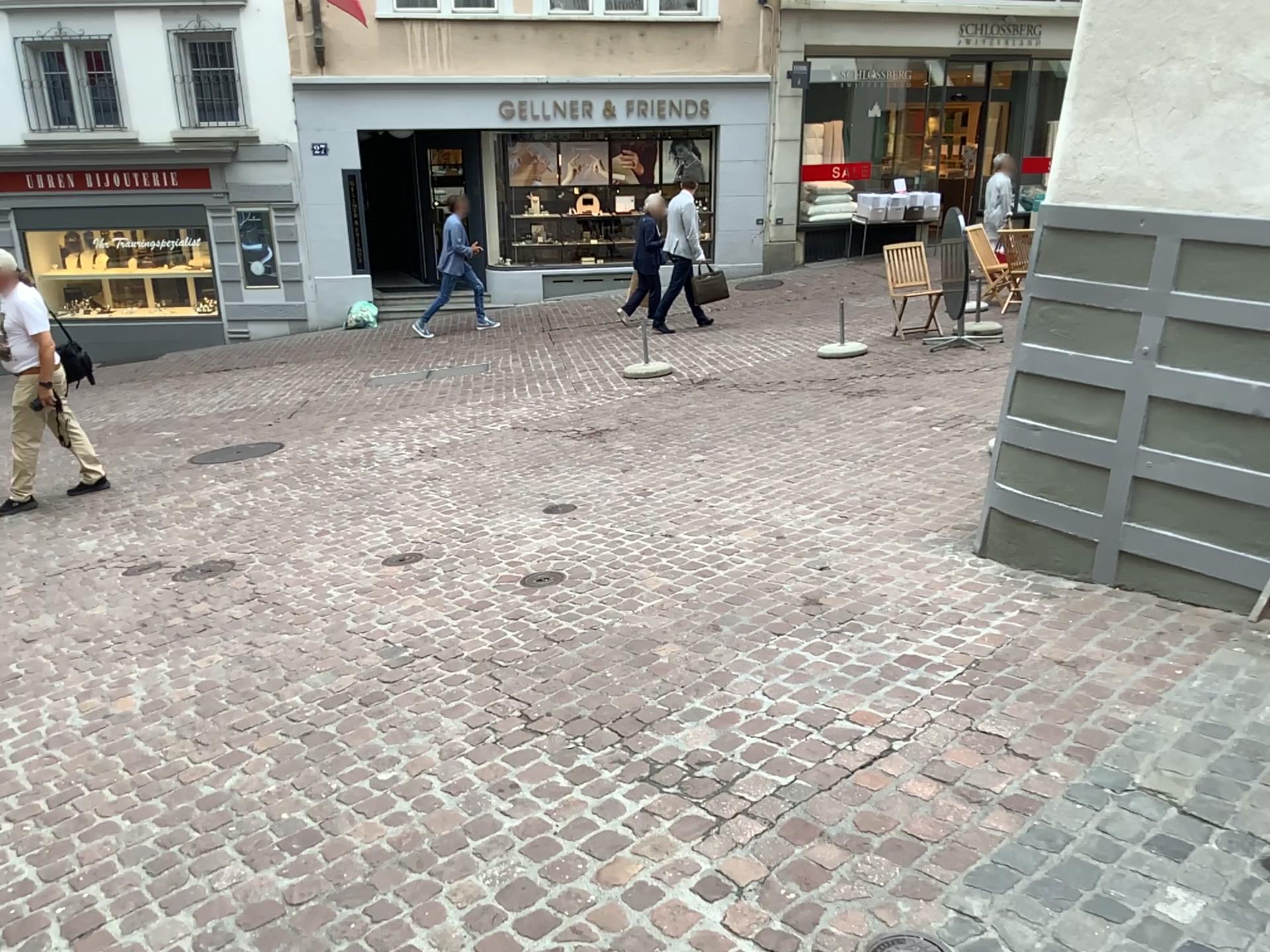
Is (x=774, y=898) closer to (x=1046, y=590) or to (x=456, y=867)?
(x=456, y=867)
